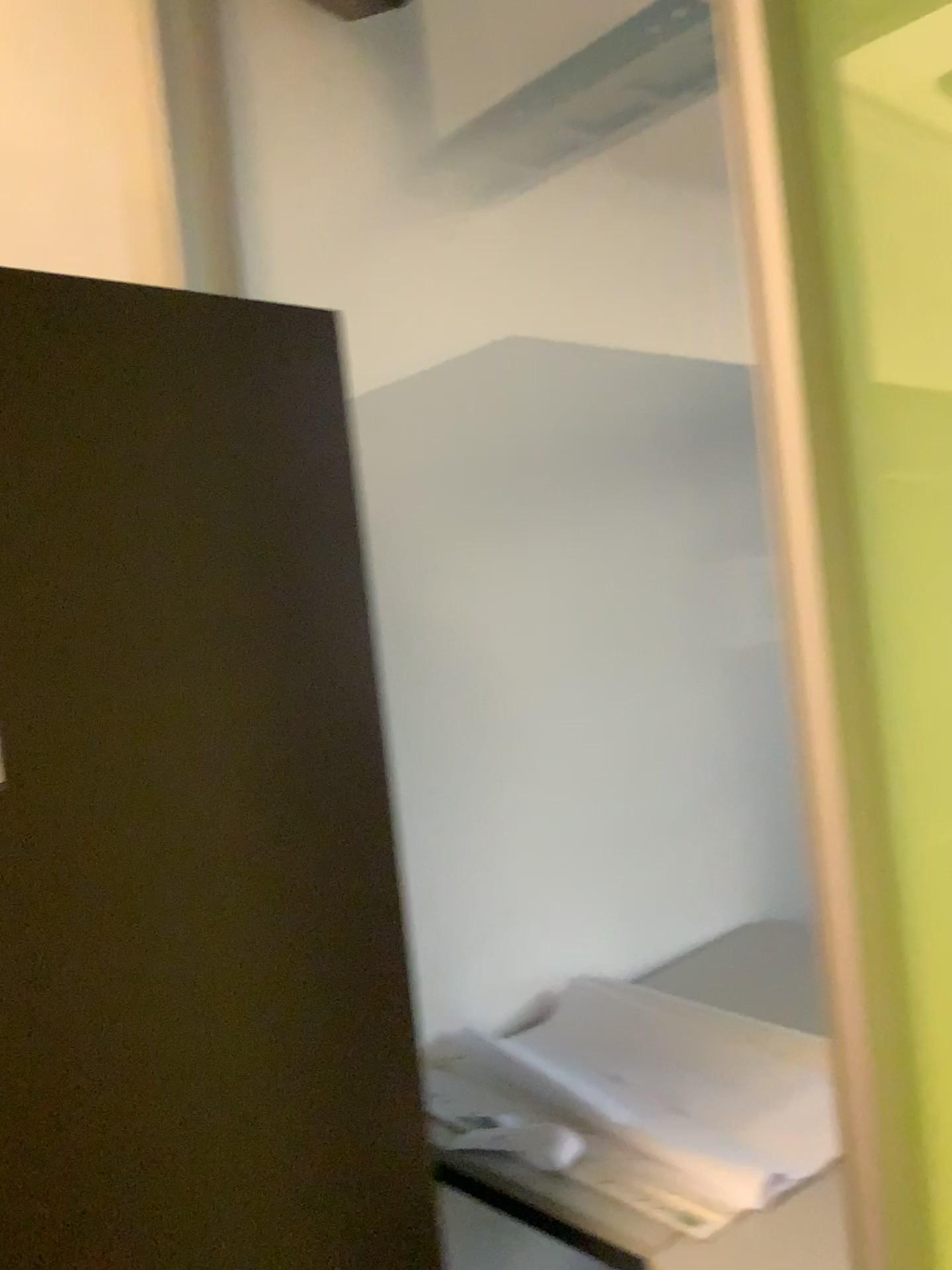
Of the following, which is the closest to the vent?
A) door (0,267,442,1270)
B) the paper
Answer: door (0,267,442,1270)

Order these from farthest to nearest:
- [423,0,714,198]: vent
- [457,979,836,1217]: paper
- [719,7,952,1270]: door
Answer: [423,0,714,198]: vent → [457,979,836,1217]: paper → [719,7,952,1270]: door

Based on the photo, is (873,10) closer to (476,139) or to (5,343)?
(5,343)

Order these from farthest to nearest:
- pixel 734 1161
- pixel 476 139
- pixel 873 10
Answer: pixel 476 139, pixel 734 1161, pixel 873 10

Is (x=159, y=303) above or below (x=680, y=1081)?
above

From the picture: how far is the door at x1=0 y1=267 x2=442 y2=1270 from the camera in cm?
90

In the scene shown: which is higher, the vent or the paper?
the vent

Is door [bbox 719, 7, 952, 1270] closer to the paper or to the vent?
the paper

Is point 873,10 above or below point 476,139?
below

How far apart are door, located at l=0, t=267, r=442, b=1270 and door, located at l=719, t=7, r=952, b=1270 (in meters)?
0.45
